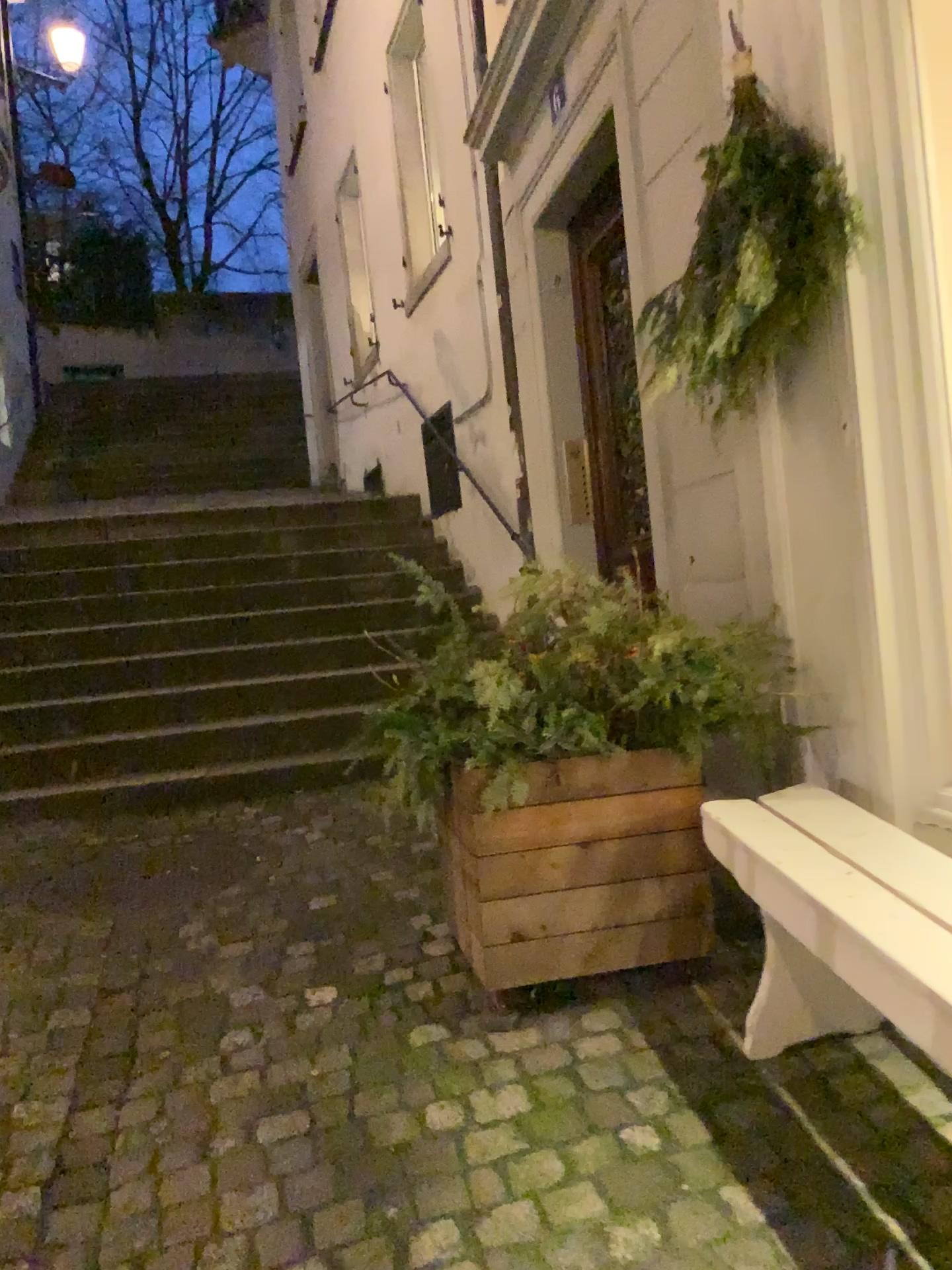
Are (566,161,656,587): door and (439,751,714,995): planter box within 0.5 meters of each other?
no

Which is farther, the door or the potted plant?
the door

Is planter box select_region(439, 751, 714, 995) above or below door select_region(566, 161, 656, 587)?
below

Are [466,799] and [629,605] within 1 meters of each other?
yes

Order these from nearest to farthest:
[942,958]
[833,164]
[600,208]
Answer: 1. [942,958]
2. [833,164]
3. [600,208]

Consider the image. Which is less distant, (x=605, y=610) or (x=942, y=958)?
(x=942, y=958)

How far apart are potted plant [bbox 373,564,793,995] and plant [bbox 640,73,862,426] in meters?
0.5 m

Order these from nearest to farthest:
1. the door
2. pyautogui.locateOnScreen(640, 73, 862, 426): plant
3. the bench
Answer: the bench
pyautogui.locateOnScreen(640, 73, 862, 426): plant
the door

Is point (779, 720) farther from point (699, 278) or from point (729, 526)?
point (699, 278)

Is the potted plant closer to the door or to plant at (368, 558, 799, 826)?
plant at (368, 558, 799, 826)
